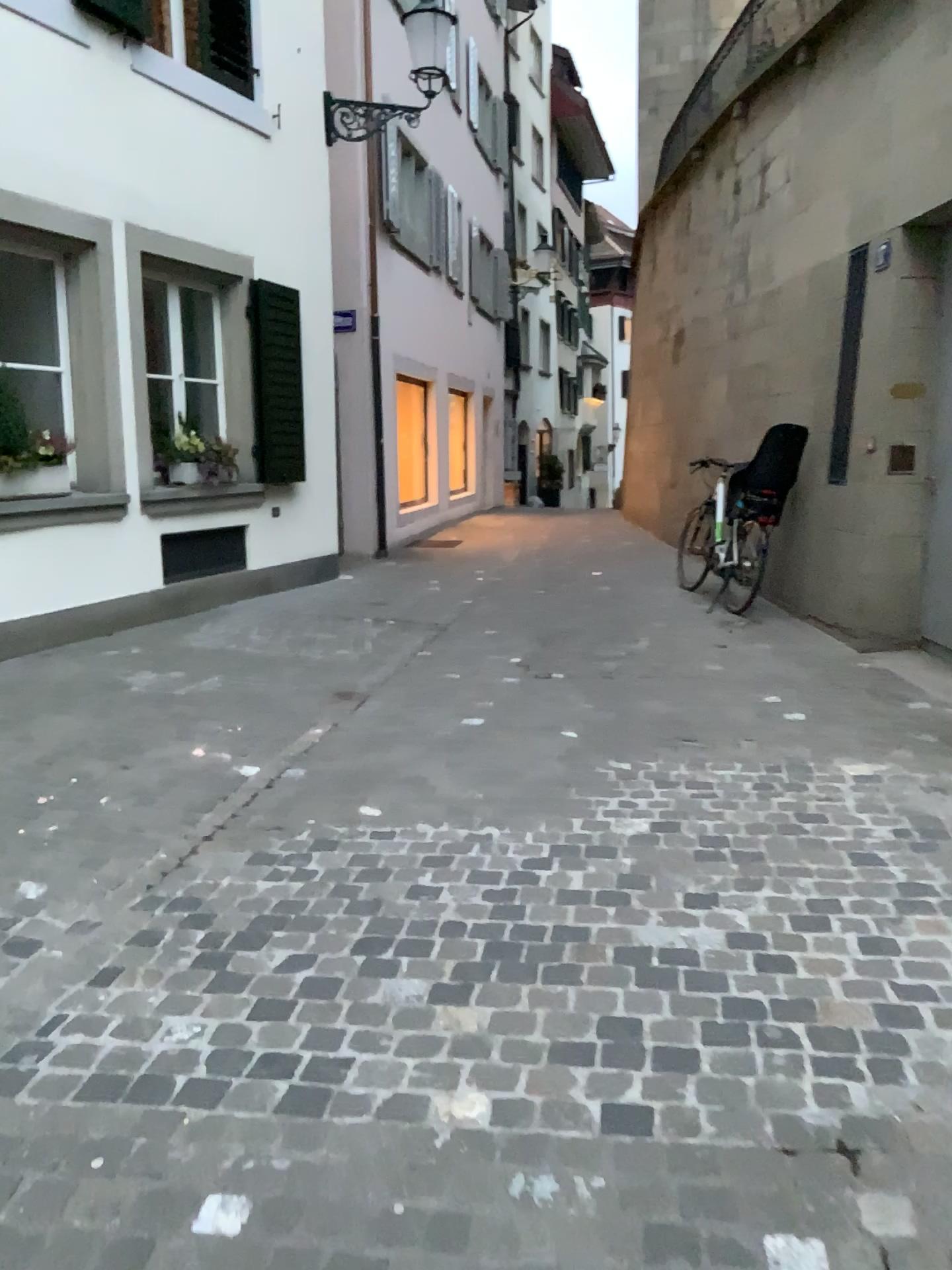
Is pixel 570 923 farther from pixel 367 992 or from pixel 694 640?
pixel 694 640
